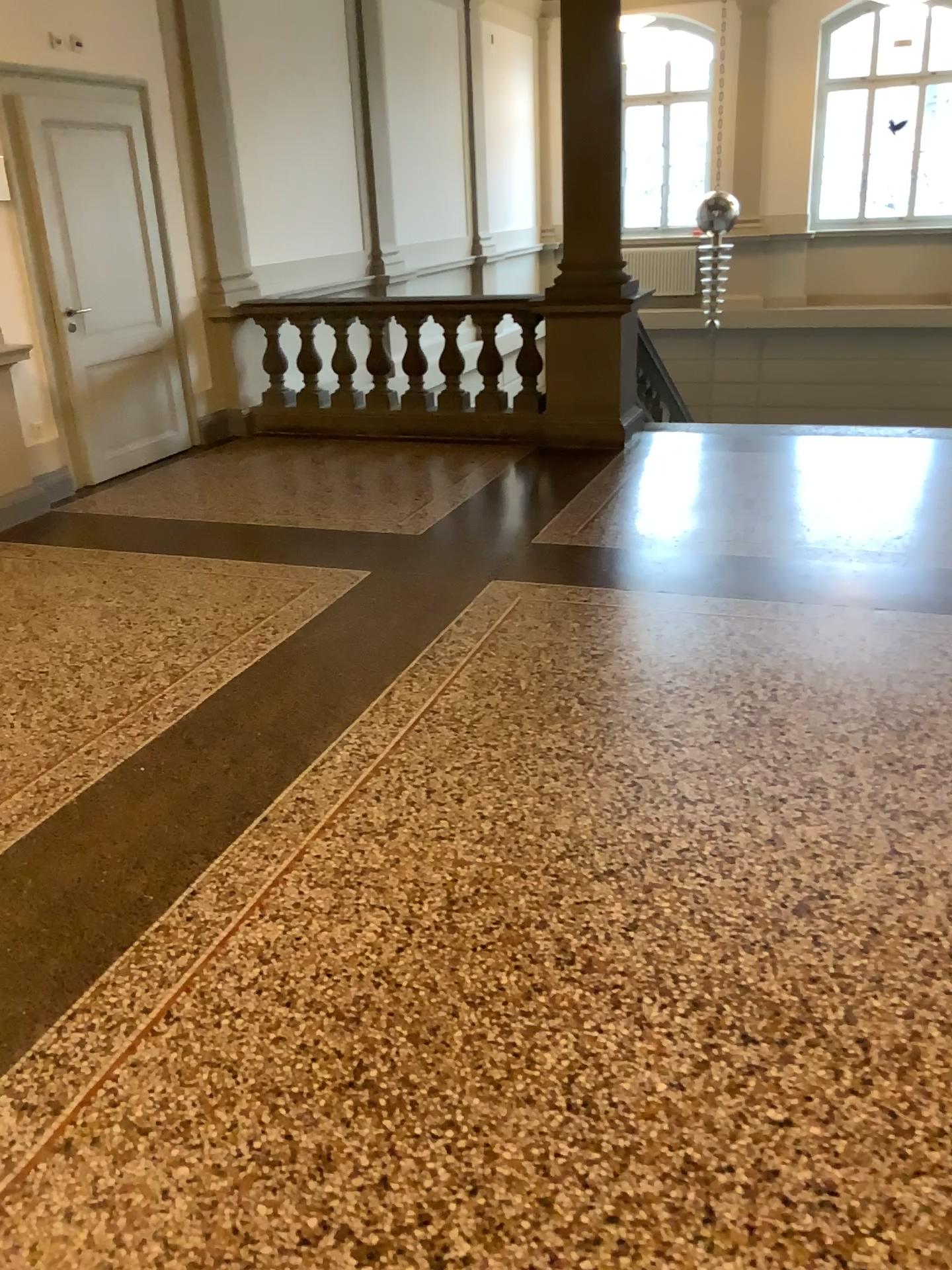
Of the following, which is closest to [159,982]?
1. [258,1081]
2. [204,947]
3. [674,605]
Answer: [204,947]
